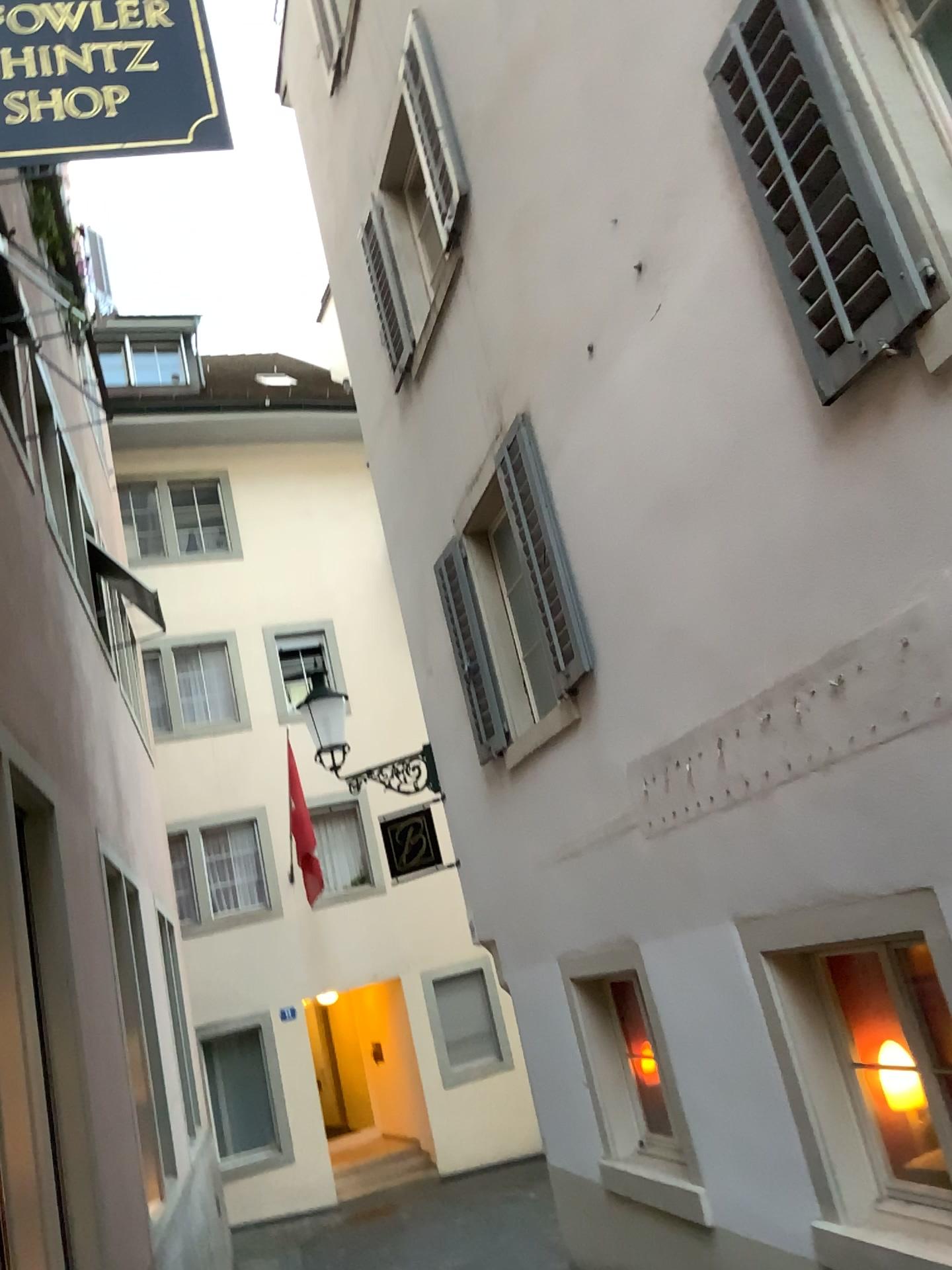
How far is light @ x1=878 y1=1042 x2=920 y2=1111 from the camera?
4.1m

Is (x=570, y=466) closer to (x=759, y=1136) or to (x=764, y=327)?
(x=764, y=327)

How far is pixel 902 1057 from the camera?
4.1m

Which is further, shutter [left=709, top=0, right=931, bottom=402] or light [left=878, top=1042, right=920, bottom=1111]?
light [left=878, top=1042, right=920, bottom=1111]

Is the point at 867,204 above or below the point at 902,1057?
above

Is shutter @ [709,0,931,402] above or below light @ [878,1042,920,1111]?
above

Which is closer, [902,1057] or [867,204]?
[867,204]
